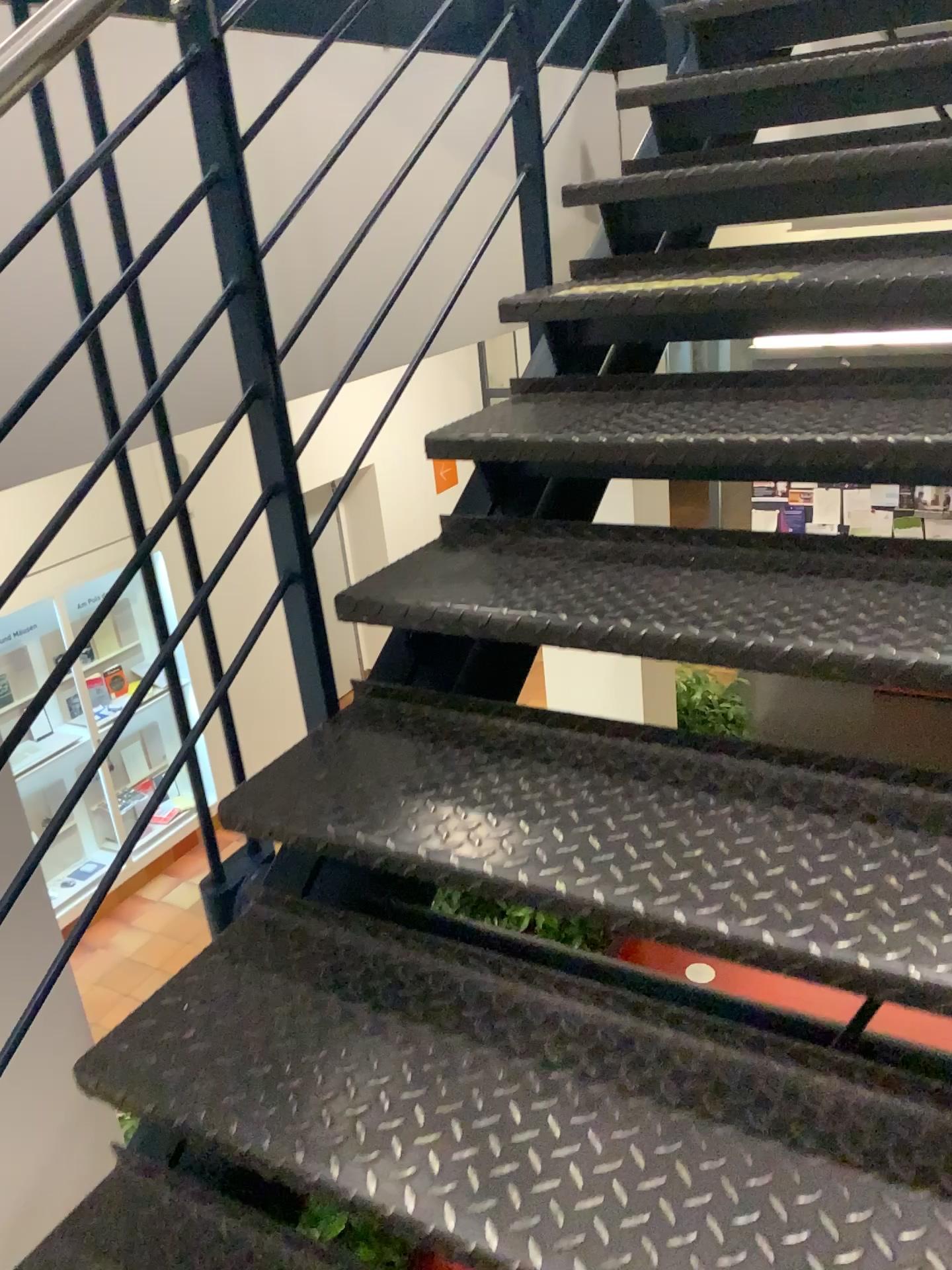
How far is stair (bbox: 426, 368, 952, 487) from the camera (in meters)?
1.43

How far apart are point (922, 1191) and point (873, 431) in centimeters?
92cm

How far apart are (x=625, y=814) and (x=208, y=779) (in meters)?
0.63

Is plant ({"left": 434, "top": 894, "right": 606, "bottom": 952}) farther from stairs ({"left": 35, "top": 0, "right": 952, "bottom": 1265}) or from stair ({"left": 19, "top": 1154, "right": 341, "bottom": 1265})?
stair ({"left": 19, "top": 1154, "right": 341, "bottom": 1265})

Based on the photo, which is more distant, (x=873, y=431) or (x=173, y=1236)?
(x=873, y=431)

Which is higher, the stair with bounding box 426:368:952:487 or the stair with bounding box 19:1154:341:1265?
the stair with bounding box 426:368:952:487

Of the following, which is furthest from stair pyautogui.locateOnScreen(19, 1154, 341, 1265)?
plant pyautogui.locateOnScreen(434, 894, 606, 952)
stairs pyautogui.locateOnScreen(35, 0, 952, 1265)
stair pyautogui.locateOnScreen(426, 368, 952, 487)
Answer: stair pyautogui.locateOnScreen(426, 368, 952, 487)

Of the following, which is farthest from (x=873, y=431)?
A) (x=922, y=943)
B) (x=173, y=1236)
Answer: (x=173, y=1236)

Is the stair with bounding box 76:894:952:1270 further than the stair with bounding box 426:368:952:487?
No

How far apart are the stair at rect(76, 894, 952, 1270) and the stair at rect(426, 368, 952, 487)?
0.71m
